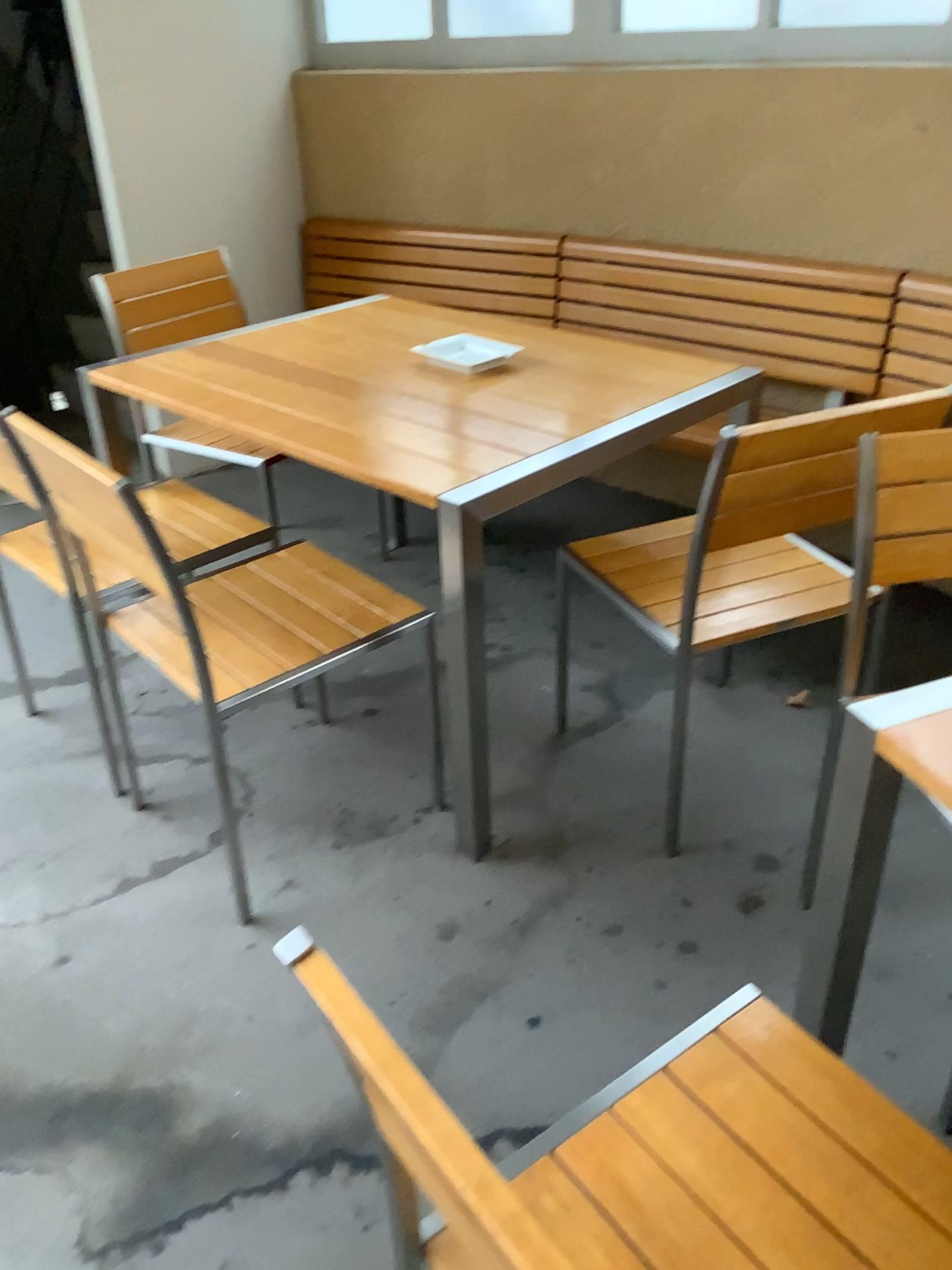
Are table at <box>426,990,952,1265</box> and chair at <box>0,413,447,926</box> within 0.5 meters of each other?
no

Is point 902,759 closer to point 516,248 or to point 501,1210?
point 501,1210

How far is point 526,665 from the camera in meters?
2.6

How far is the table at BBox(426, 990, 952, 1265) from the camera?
0.9m

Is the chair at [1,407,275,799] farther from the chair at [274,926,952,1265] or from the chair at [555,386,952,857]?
the chair at [274,926,952,1265]

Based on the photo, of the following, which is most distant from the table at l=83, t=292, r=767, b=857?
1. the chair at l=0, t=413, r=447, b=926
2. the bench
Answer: the bench

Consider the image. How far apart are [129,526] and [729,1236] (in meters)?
1.33

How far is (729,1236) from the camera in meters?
0.9

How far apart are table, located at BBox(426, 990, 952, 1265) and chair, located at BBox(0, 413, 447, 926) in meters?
0.9 m

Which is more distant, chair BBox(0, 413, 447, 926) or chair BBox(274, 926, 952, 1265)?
chair BBox(0, 413, 447, 926)
